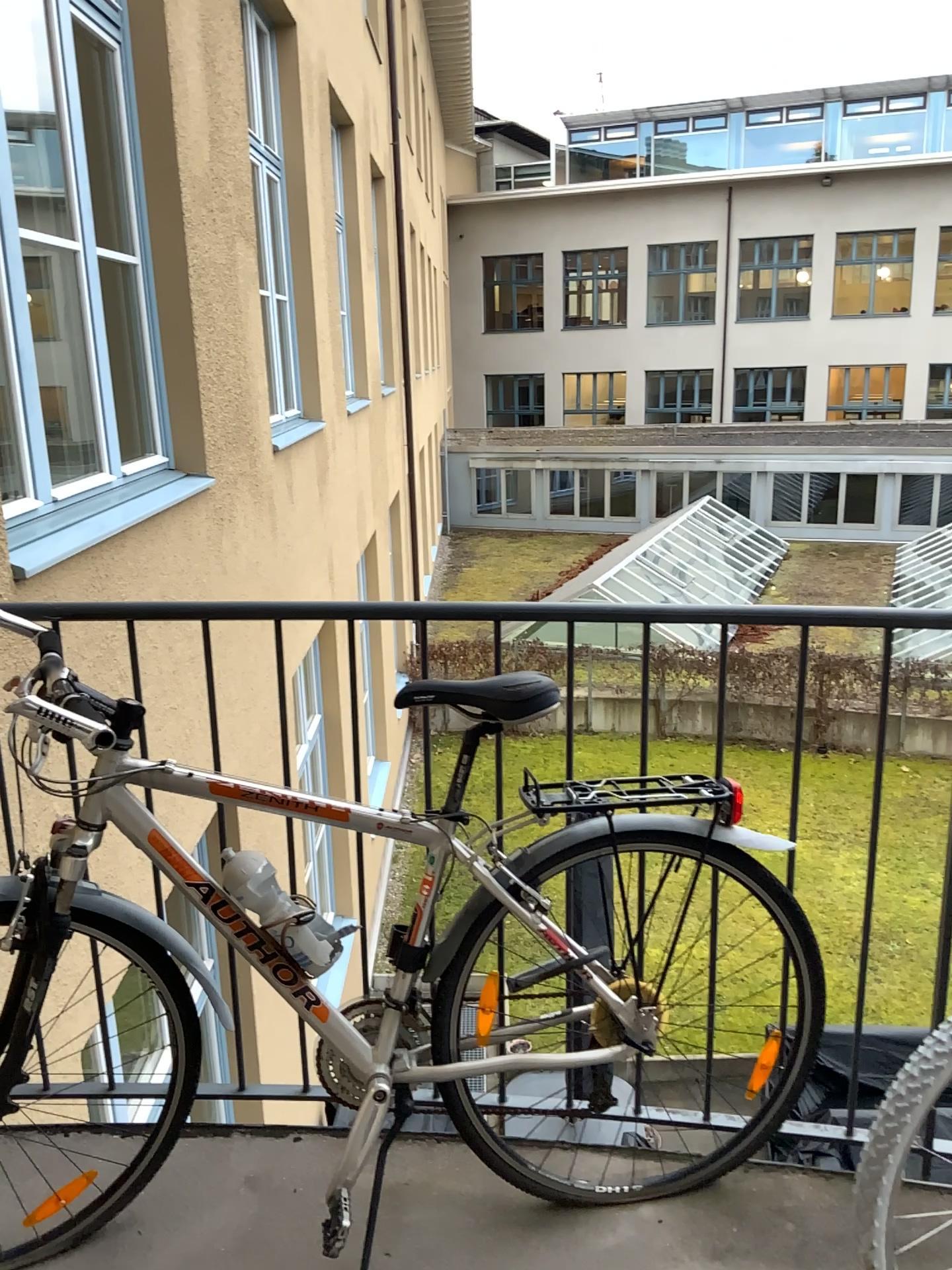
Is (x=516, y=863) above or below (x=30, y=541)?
below

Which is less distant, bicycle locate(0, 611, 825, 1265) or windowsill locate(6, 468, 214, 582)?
bicycle locate(0, 611, 825, 1265)

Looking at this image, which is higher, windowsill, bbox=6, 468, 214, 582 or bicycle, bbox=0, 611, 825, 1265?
windowsill, bbox=6, 468, 214, 582

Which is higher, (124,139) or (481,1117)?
(124,139)

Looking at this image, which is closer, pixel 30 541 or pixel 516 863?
pixel 516 863
